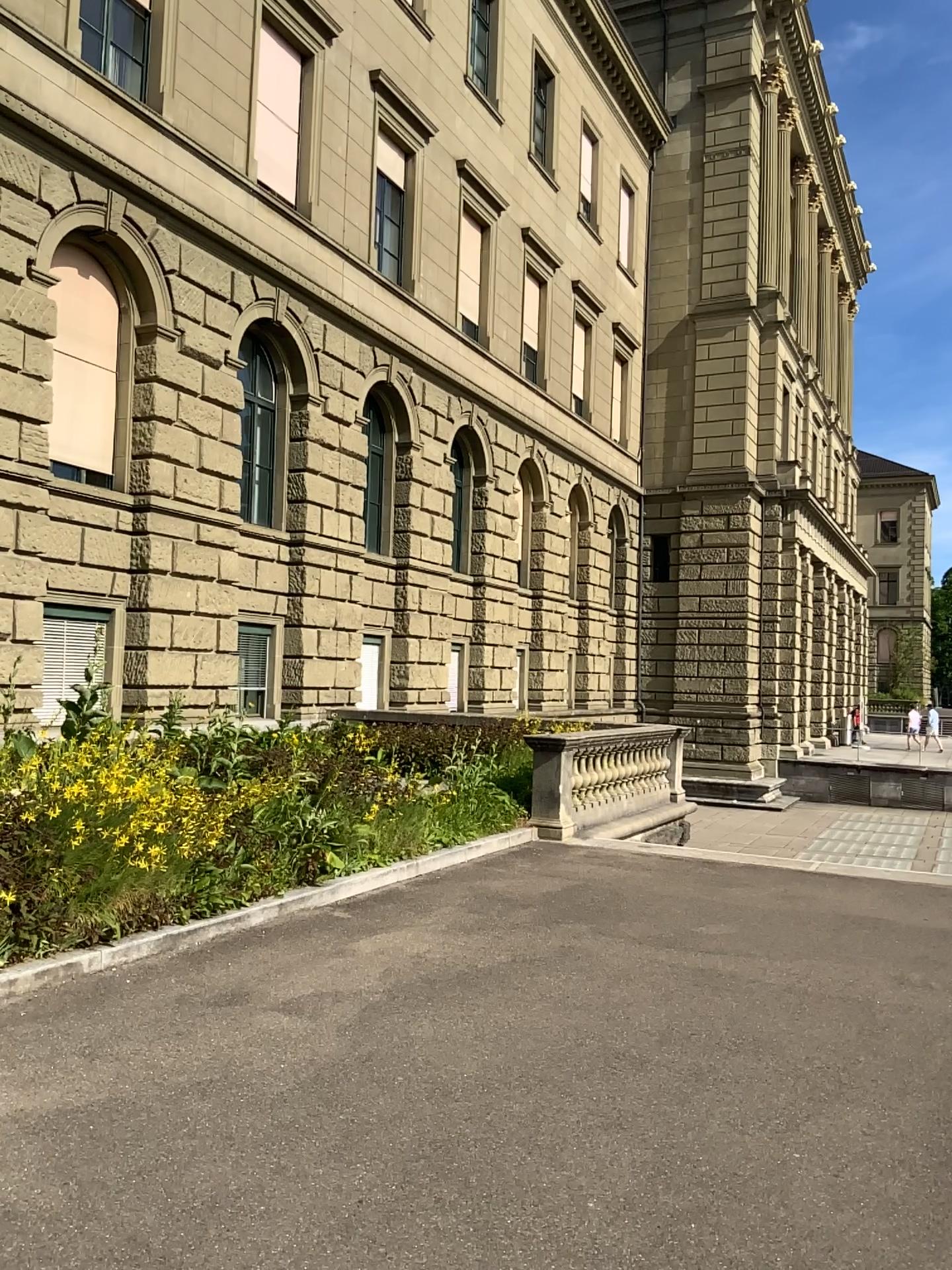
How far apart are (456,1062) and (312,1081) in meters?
0.6
